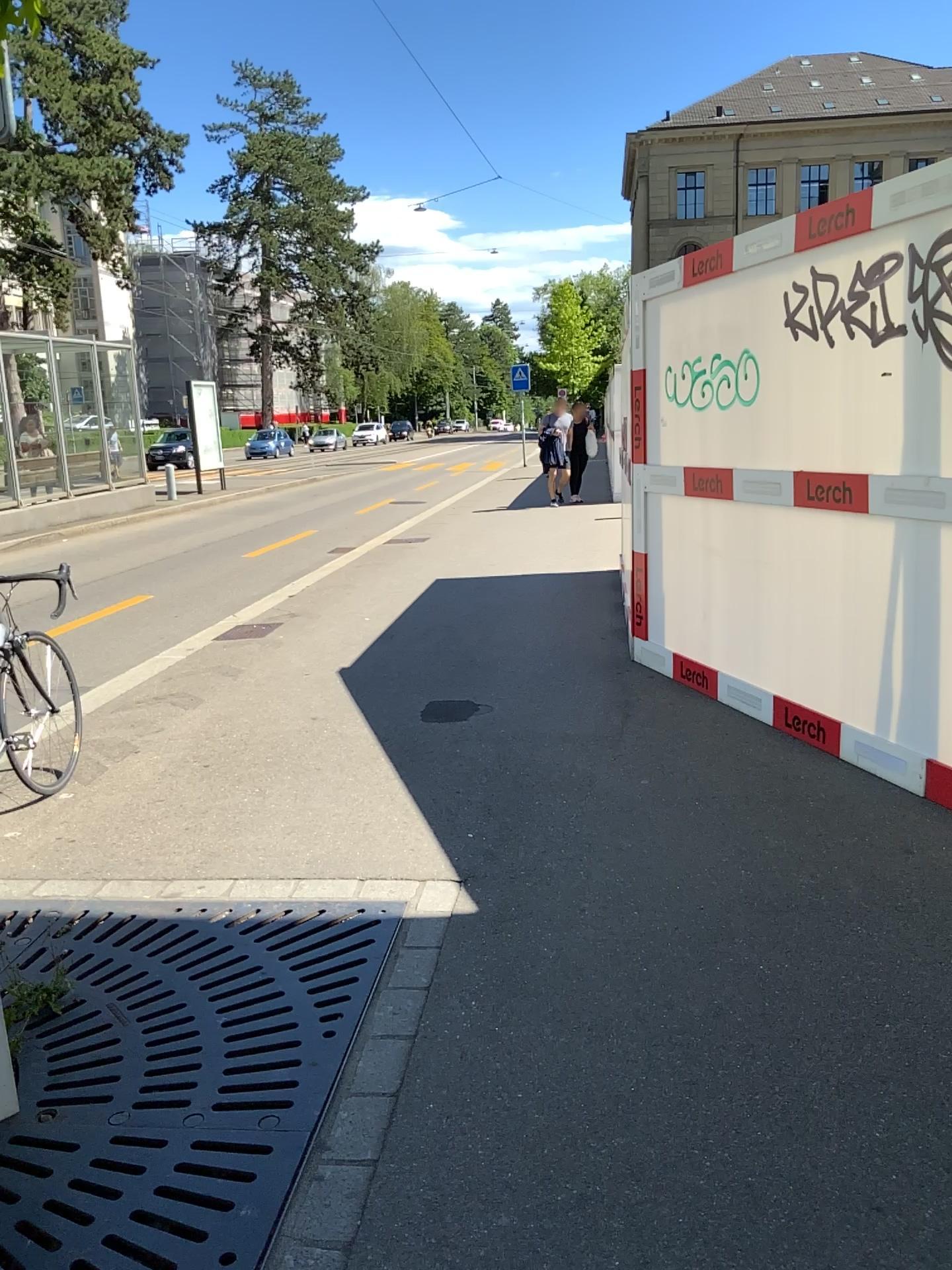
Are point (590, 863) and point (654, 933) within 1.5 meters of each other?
yes
